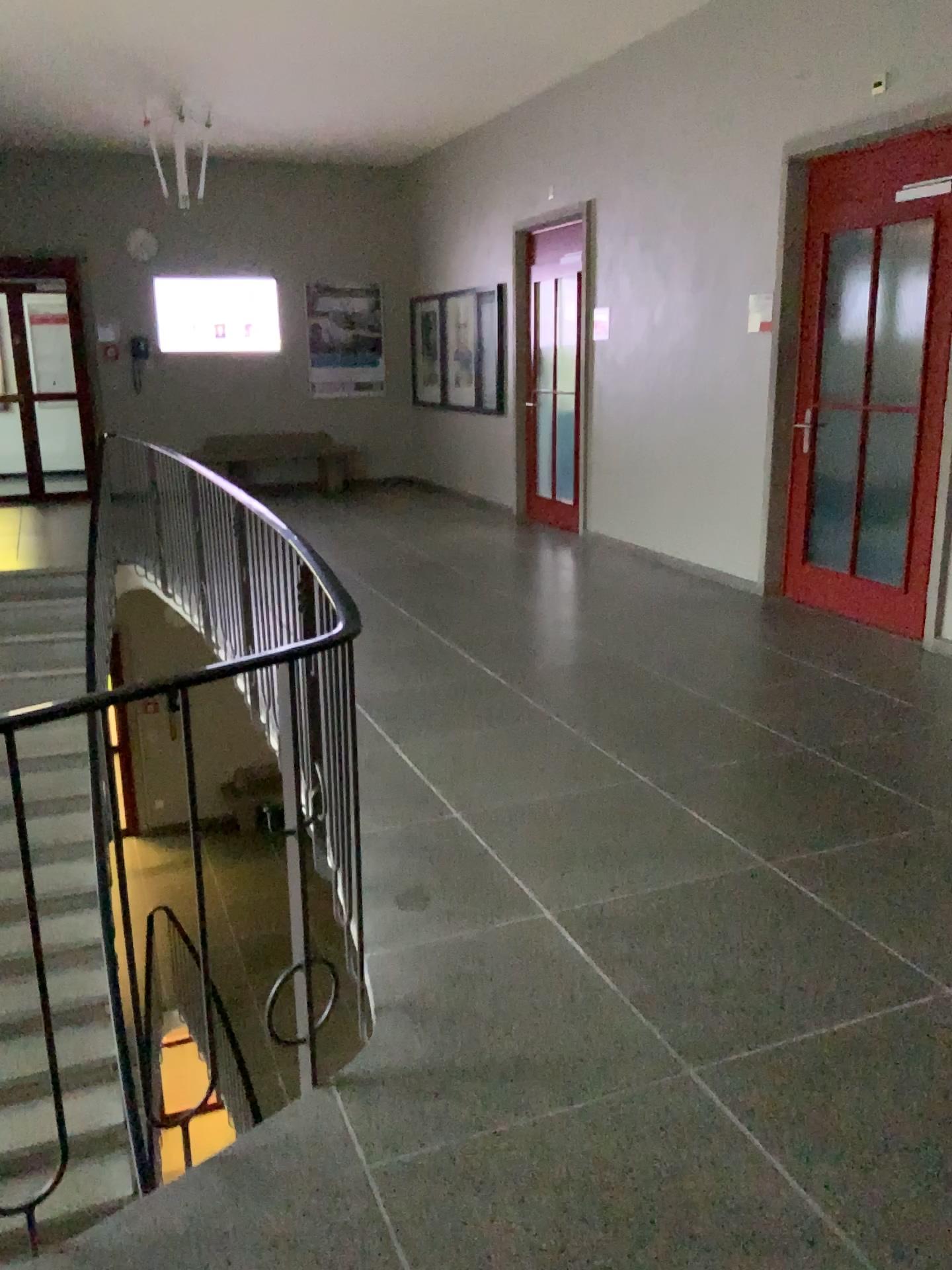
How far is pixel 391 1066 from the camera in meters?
2.2 m
